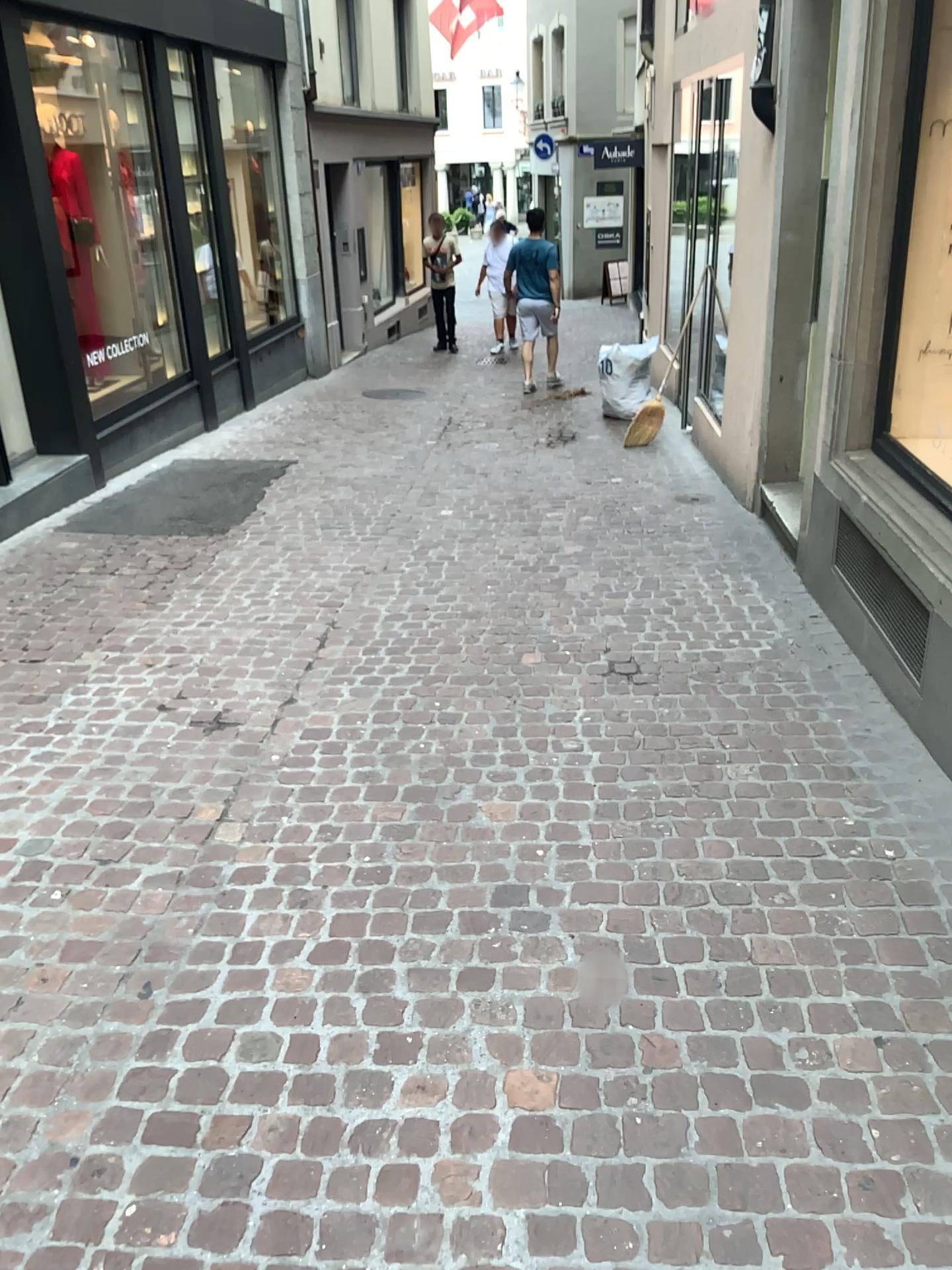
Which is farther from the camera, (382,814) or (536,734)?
(536,734)
